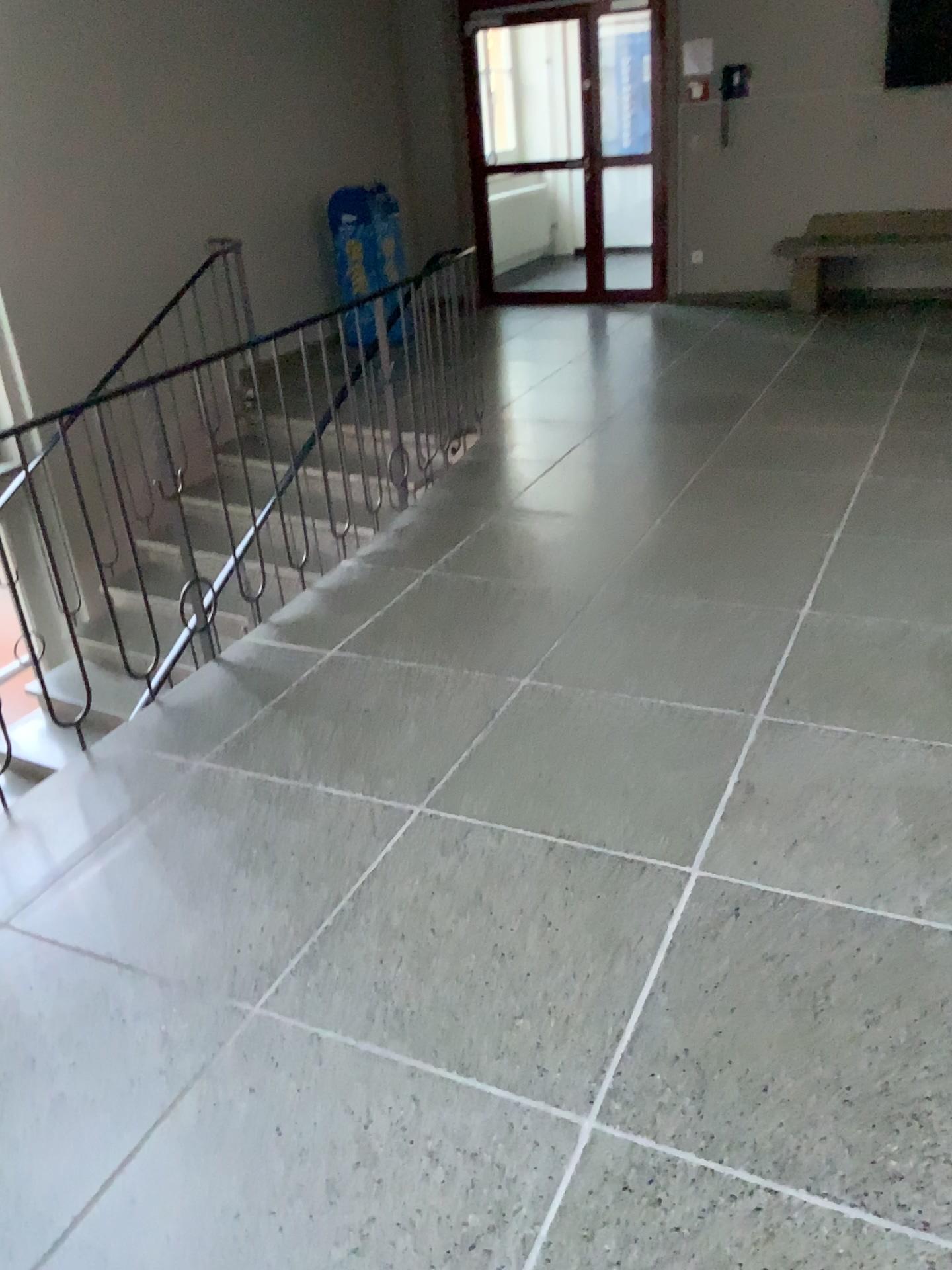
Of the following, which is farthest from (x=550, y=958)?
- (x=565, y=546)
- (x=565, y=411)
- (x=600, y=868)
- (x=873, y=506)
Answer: (x=565, y=411)
